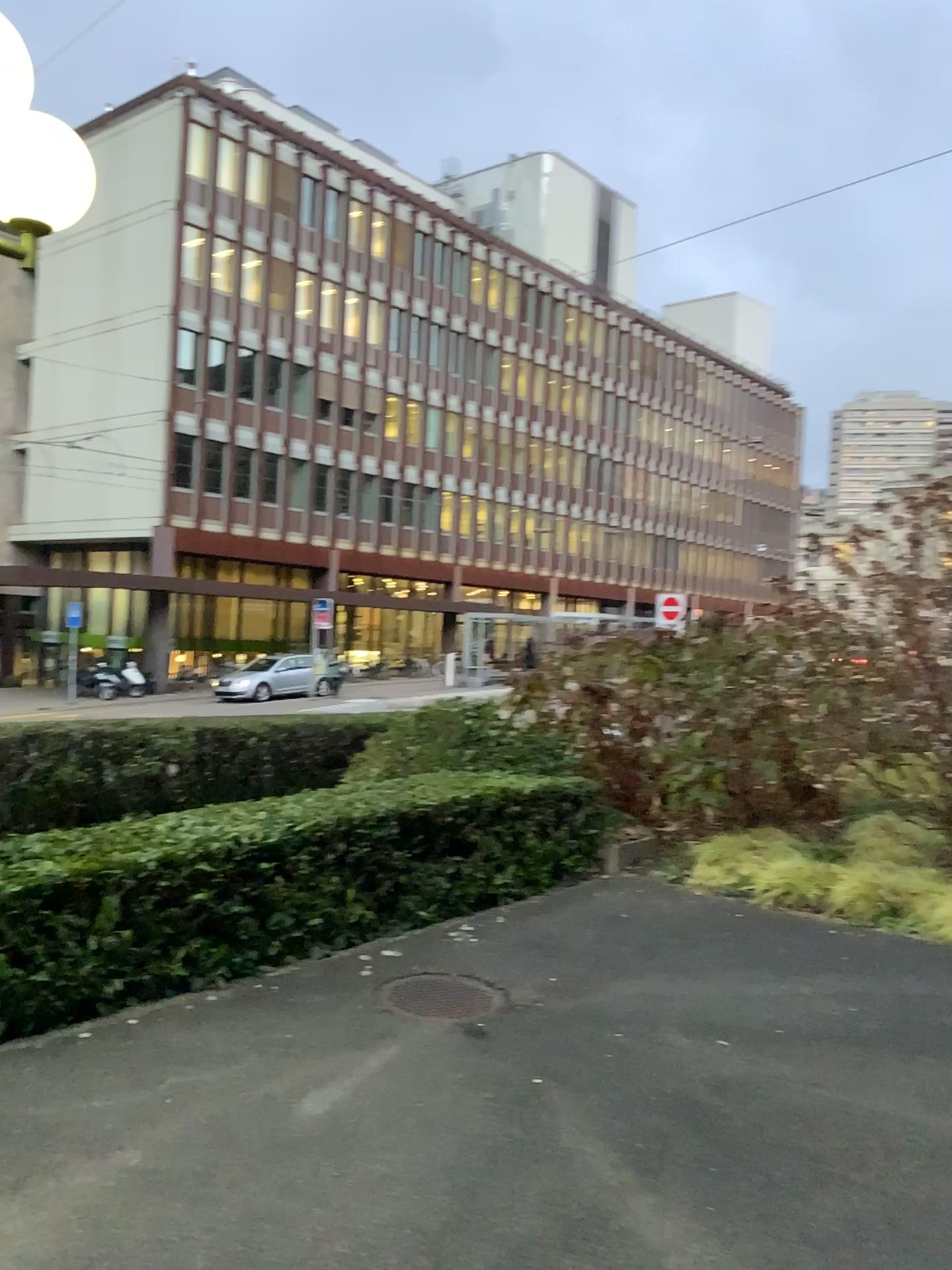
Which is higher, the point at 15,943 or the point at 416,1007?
the point at 15,943

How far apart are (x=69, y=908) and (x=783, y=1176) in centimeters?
307cm

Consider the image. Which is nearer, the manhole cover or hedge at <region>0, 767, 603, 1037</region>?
hedge at <region>0, 767, 603, 1037</region>

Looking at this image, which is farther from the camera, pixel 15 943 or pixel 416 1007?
pixel 416 1007
